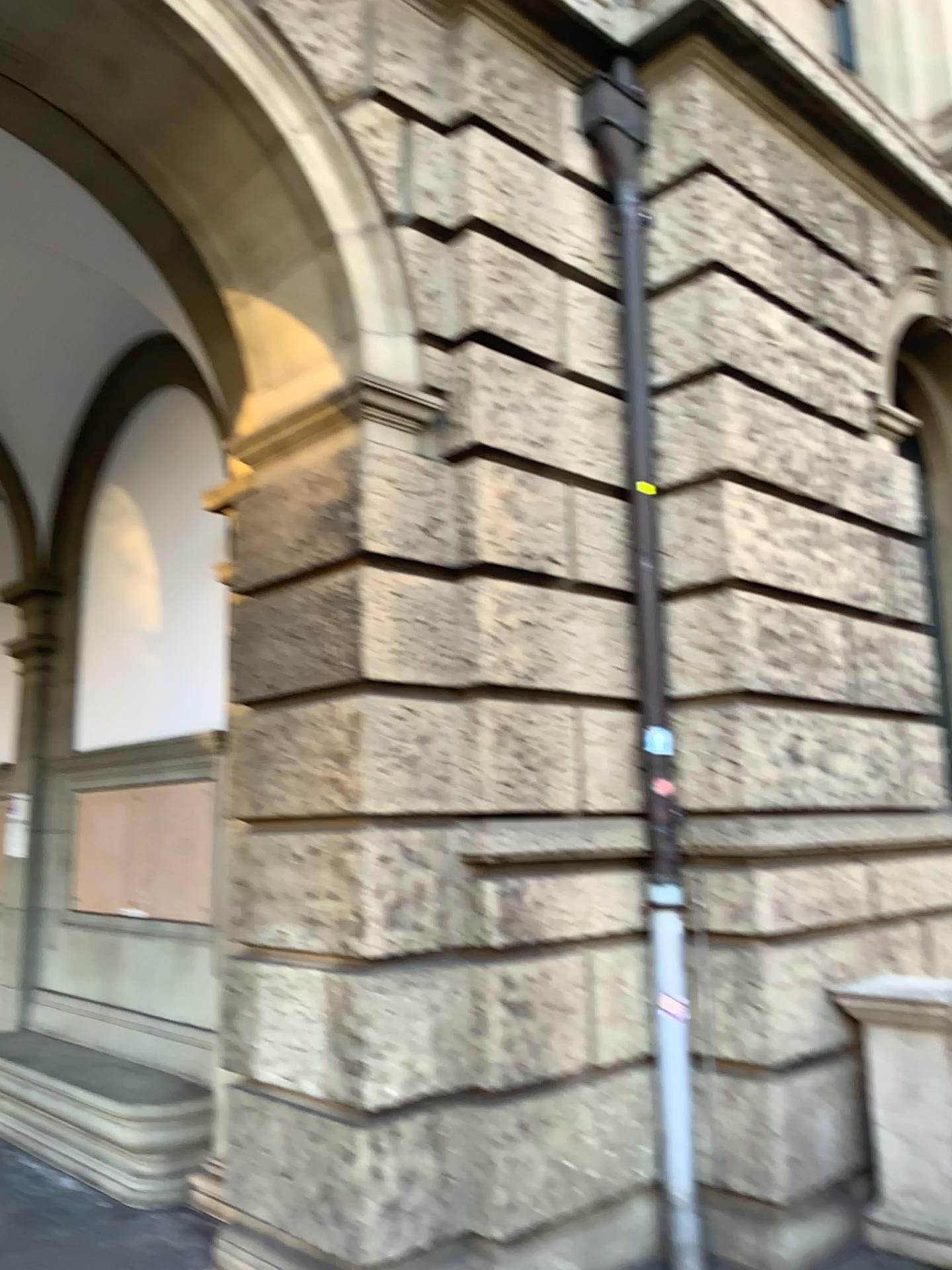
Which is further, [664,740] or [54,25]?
[664,740]

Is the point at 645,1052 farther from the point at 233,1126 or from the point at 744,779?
the point at 233,1126

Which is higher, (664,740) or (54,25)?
(54,25)

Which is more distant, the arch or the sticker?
the sticker

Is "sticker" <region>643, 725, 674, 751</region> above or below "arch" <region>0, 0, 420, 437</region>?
below
